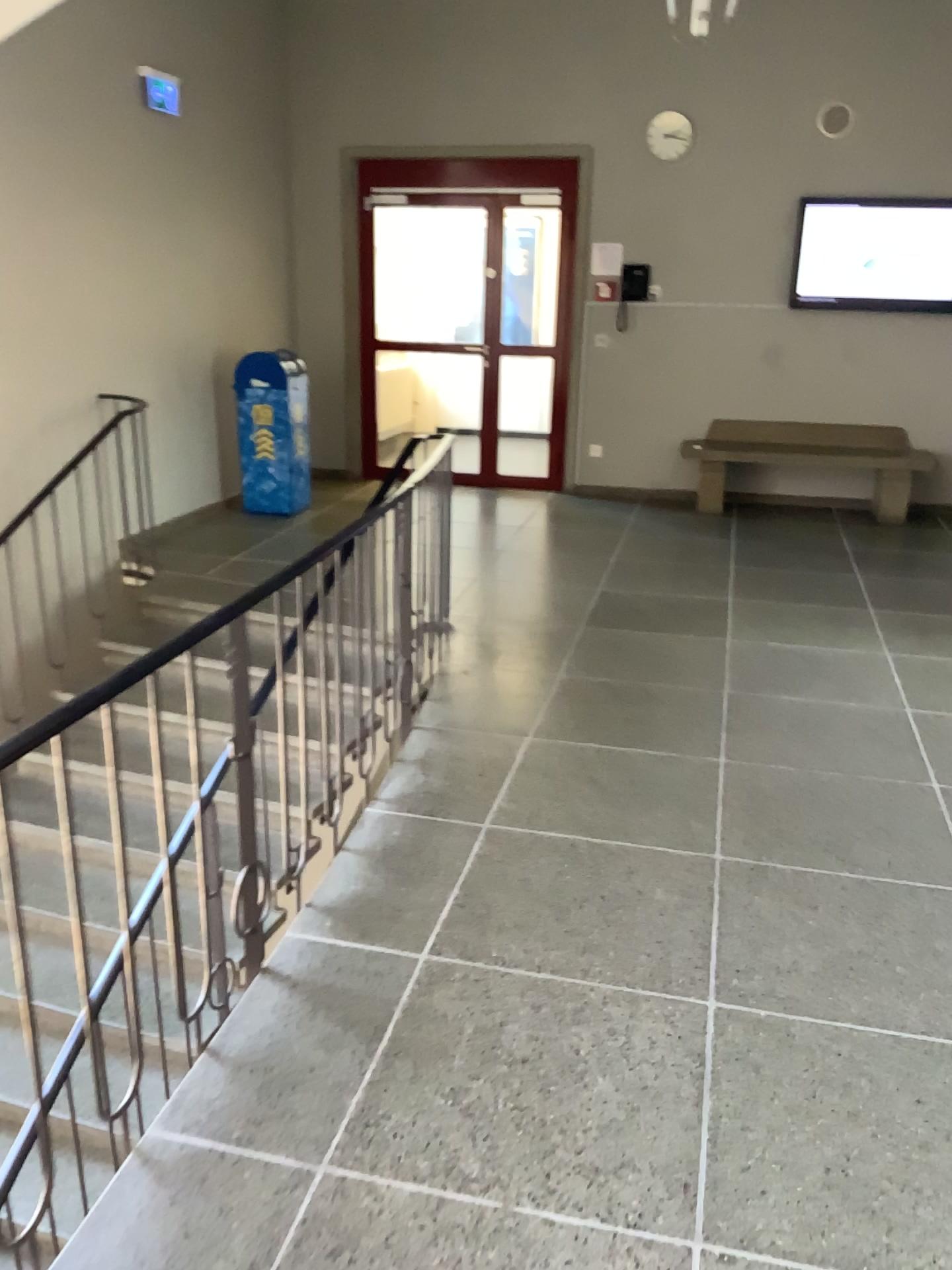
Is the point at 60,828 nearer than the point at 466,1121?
No
